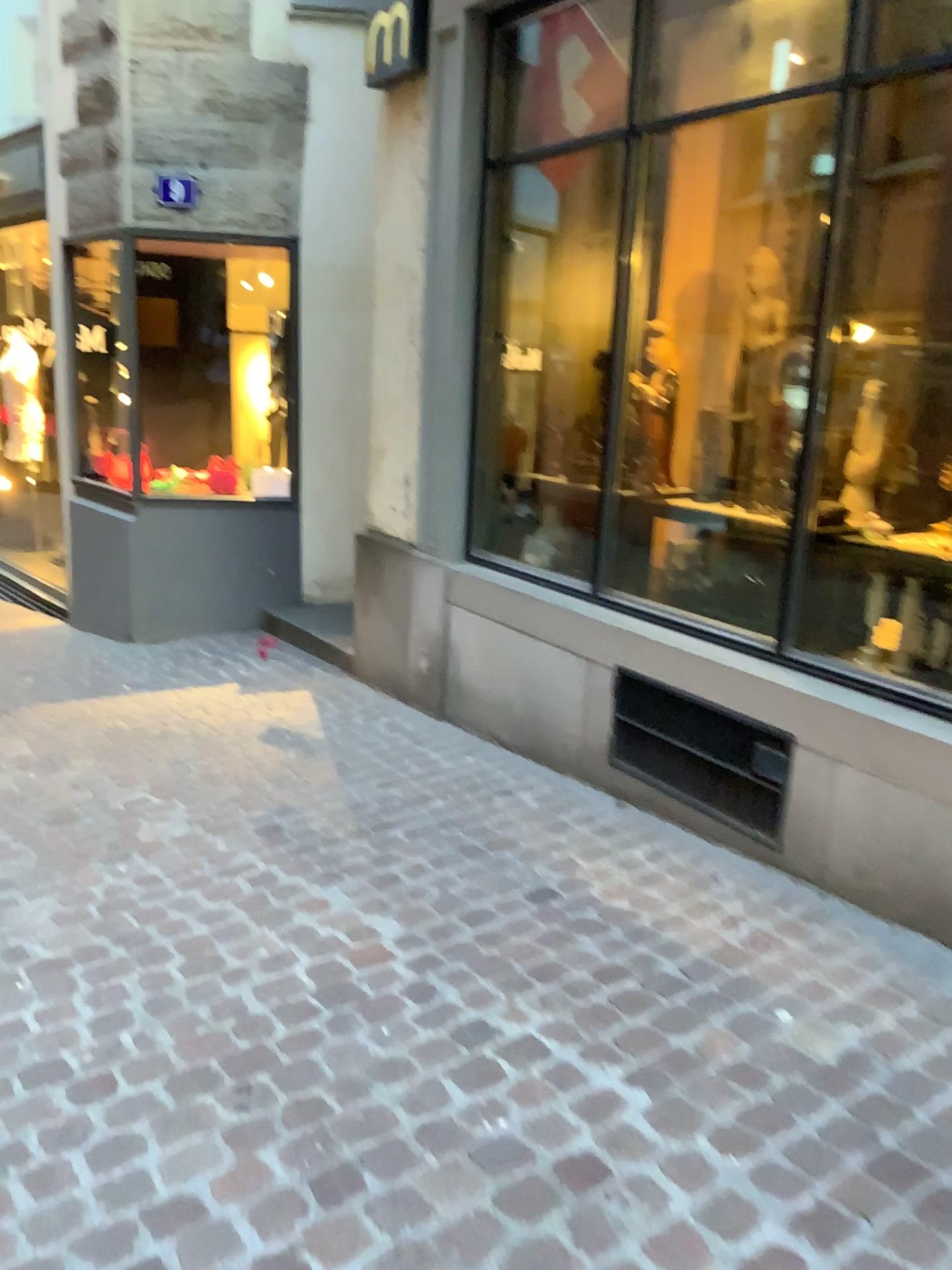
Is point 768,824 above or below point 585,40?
below

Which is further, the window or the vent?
the window

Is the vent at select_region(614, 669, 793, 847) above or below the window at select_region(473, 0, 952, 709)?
below

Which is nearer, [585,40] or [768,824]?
[768,824]

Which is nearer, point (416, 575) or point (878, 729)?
point (878, 729)
